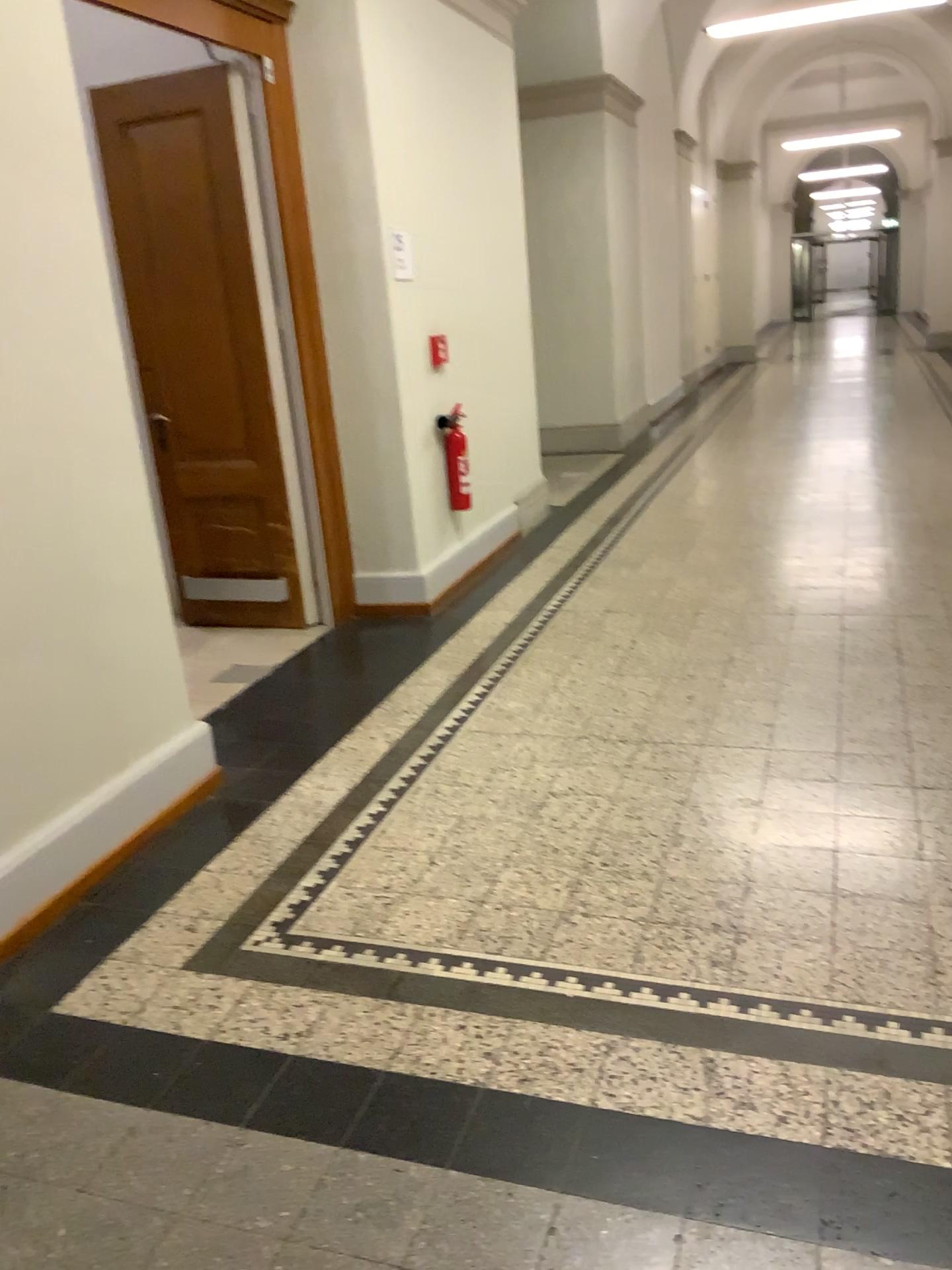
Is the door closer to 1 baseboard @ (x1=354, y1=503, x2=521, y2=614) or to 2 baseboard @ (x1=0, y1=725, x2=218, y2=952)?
1 baseboard @ (x1=354, y1=503, x2=521, y2=614)

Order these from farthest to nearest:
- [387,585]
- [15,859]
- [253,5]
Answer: [387,585]
[253,5]
[15,859]

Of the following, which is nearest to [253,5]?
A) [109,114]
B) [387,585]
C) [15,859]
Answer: [109,114]

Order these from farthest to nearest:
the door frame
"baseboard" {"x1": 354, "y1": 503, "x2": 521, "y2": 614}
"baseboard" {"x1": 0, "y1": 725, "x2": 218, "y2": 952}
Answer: "baseboard" {"x1": 354, "y1": 503, "x2": 521, "y2": 614}, the door frame, "baseboard" {"x1": 0, "y1": 725, "x2": 218, "y2": 952}

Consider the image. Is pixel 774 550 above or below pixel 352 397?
below

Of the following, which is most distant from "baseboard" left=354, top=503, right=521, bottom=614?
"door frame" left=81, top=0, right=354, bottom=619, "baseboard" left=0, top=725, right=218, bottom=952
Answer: "baseboard" left=0, top=725, right=218, bottom=952

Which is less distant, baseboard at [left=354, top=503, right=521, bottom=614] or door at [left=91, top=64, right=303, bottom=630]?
door at [left=91, top=64, right=303, bottom=630]

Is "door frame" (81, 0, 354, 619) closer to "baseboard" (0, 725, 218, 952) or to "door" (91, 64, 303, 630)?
"door" (91, 64, 303, 630)

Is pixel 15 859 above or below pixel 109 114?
below
